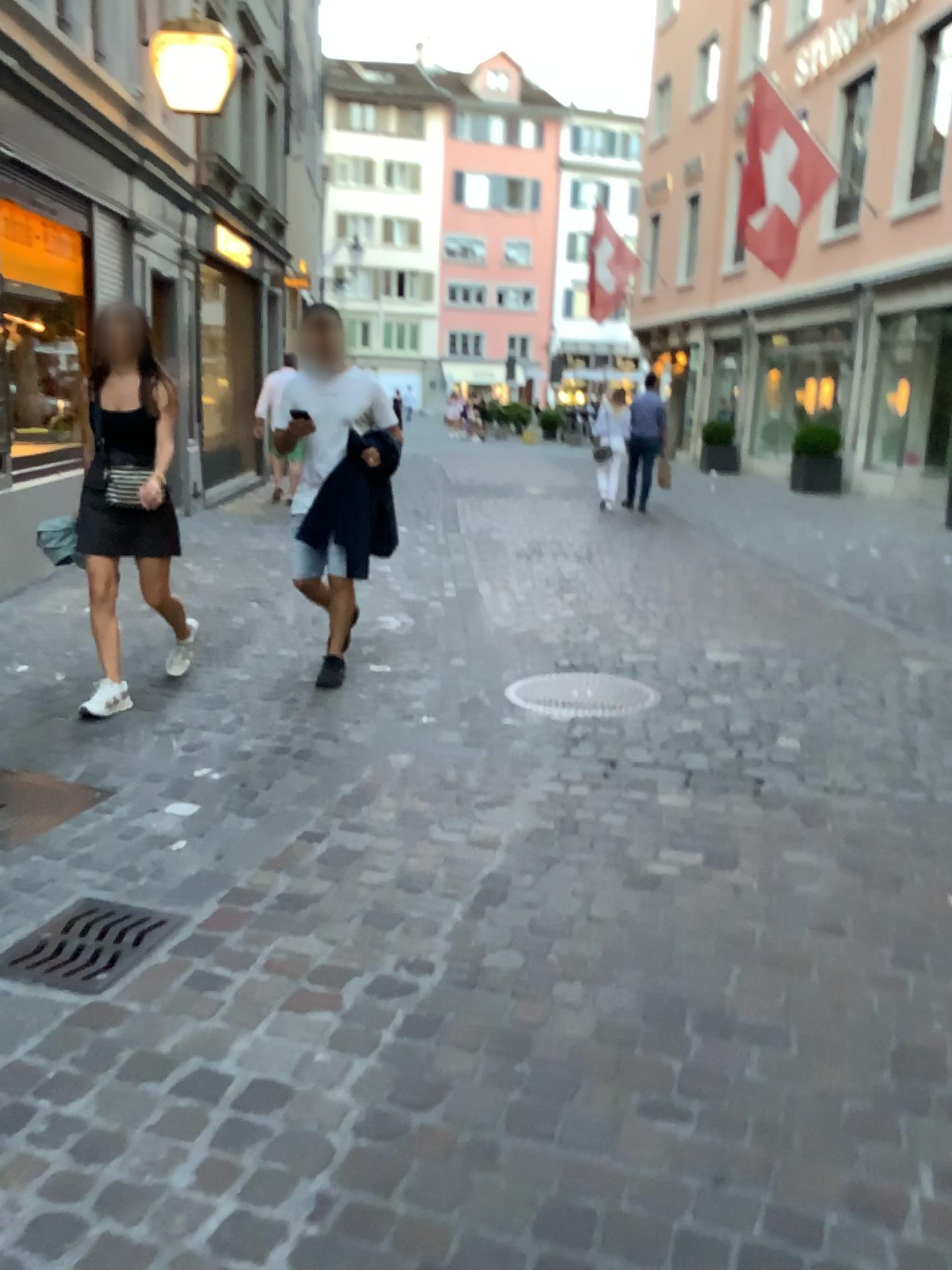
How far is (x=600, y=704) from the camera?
4.6m

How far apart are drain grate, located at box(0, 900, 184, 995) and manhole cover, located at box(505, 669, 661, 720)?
2.2 meters

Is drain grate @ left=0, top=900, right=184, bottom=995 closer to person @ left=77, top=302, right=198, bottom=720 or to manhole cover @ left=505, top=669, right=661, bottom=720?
person @ left=77, top=302, right=198, bottom=720

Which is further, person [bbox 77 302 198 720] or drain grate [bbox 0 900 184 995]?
person [bbox 77 302 198 720]

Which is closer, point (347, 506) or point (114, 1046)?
point (114, 1046)

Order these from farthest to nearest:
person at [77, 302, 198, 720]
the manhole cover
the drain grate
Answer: the manhole cover → person at [77, 302, 198, 720] → the drain grate

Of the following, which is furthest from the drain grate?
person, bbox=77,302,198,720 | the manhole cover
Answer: the manhole cover

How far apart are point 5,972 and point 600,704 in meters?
2.8

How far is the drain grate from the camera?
2.37m

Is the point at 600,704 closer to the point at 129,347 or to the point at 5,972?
the point at 129,347
